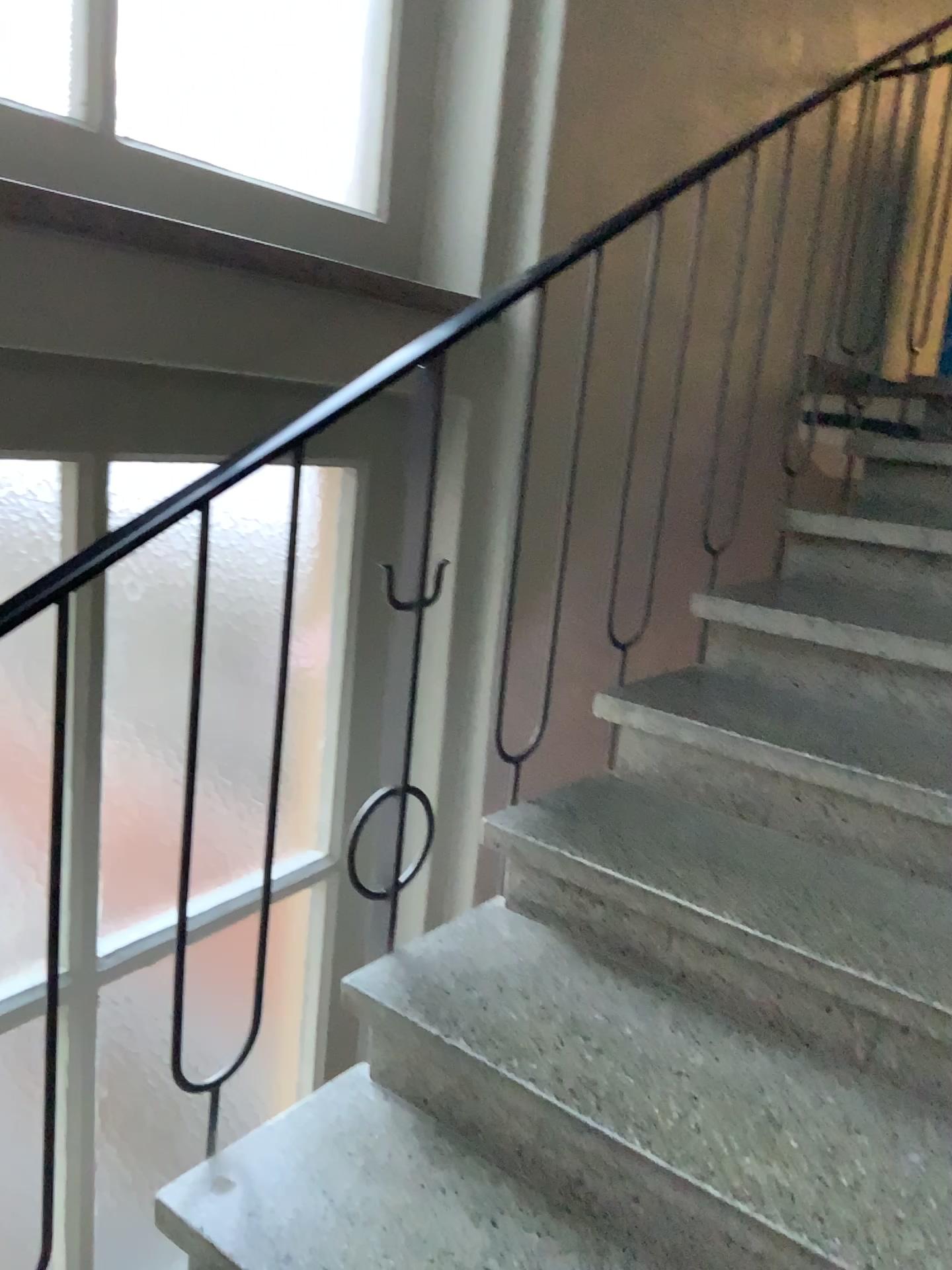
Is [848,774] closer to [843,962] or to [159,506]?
[843,962]

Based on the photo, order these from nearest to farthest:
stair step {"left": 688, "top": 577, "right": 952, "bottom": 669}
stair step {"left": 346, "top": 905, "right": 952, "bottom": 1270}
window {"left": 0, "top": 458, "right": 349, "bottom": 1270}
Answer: stair step {"left": 346, "top": 905, "right": 952, "bottom": 1270} → window {"left": 0, "top": 458, "right": 349, "bottom": 1270} → stair step {"left": 688, "top": 577, "right": 952, "bottom": 669}

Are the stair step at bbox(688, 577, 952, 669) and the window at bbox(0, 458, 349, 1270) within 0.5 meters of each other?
no

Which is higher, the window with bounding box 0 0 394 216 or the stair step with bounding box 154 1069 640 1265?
the window with bounding box 0 0 394 216

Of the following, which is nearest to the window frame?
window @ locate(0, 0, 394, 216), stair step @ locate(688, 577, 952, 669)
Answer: window @ locate(0, 0, 394, 216)

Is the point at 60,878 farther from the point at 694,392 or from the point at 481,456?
the point at 694,392

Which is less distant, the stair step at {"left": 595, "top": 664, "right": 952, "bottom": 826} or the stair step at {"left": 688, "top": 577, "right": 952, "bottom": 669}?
the stair step at {"left": 595, "top": 664, "right": 952, "bottom": 826}

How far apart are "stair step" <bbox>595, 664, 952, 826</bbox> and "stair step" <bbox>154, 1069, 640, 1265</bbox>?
0.8 meters

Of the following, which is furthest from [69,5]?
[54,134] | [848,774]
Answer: [848,774]

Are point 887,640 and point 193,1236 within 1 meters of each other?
no
